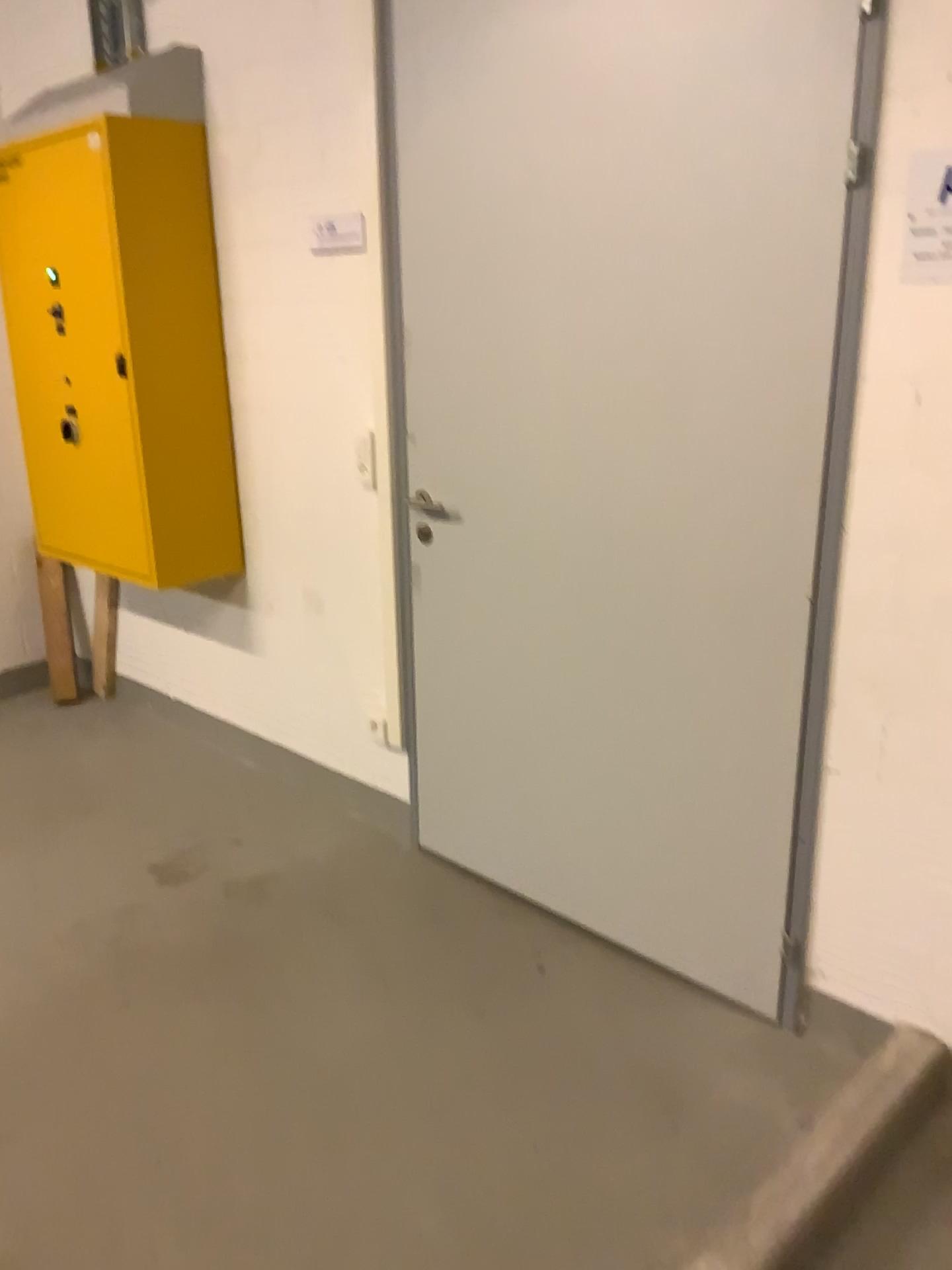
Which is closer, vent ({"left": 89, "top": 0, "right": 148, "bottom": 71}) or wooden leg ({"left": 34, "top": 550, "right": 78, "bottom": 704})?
vent ({"left": 89, "top": 0, "right": 148, "bottom": 71})

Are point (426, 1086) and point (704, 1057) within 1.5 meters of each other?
yes

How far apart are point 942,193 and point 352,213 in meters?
1.5 m

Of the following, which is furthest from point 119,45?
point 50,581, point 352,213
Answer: point 50,581

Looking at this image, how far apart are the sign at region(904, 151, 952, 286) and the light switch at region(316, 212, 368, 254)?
1.4 meters

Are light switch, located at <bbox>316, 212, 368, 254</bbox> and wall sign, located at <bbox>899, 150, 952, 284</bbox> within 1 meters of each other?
no

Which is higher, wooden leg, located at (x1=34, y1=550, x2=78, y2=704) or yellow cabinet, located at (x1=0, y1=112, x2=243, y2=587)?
yellow cabinet, located at (x1=0, y1=112, x2=243, y2=587)

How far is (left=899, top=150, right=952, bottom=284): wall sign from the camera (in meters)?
1.68

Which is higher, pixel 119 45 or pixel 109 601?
pixel 119 45

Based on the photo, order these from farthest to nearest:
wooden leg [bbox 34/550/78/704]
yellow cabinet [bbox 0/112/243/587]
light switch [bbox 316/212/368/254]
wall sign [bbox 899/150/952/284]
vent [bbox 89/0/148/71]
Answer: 1. wooden leg [bbox 34/550/78/704]
2. vent [bbox 89/0/148/71]
3. yellow cabinet [bbox 0/112/243/587]
4. light switch [bbox 316/212/368/254]
5. wall sign [bbox 899/150/952/284]
